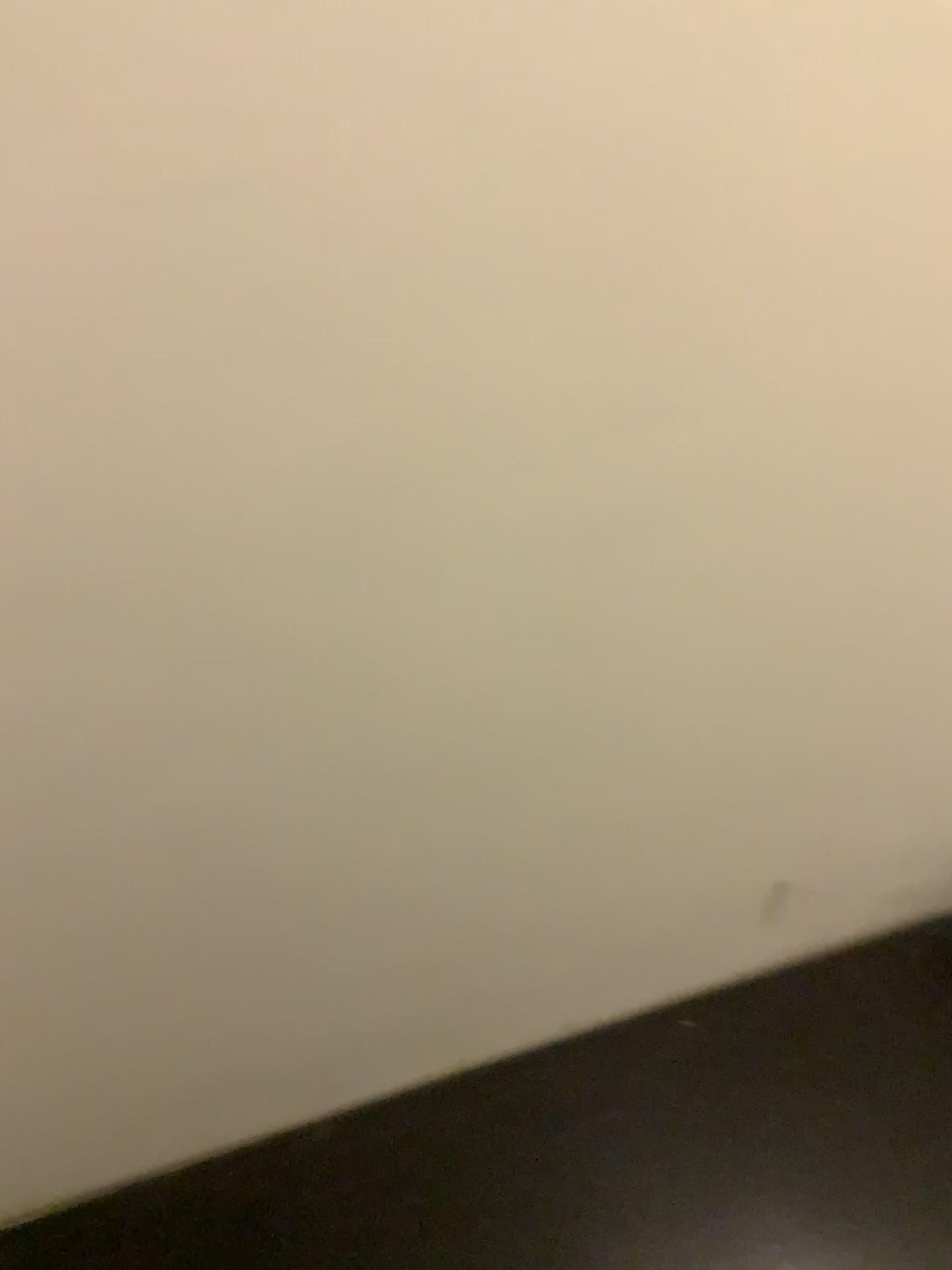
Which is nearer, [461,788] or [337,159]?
[337,159]
